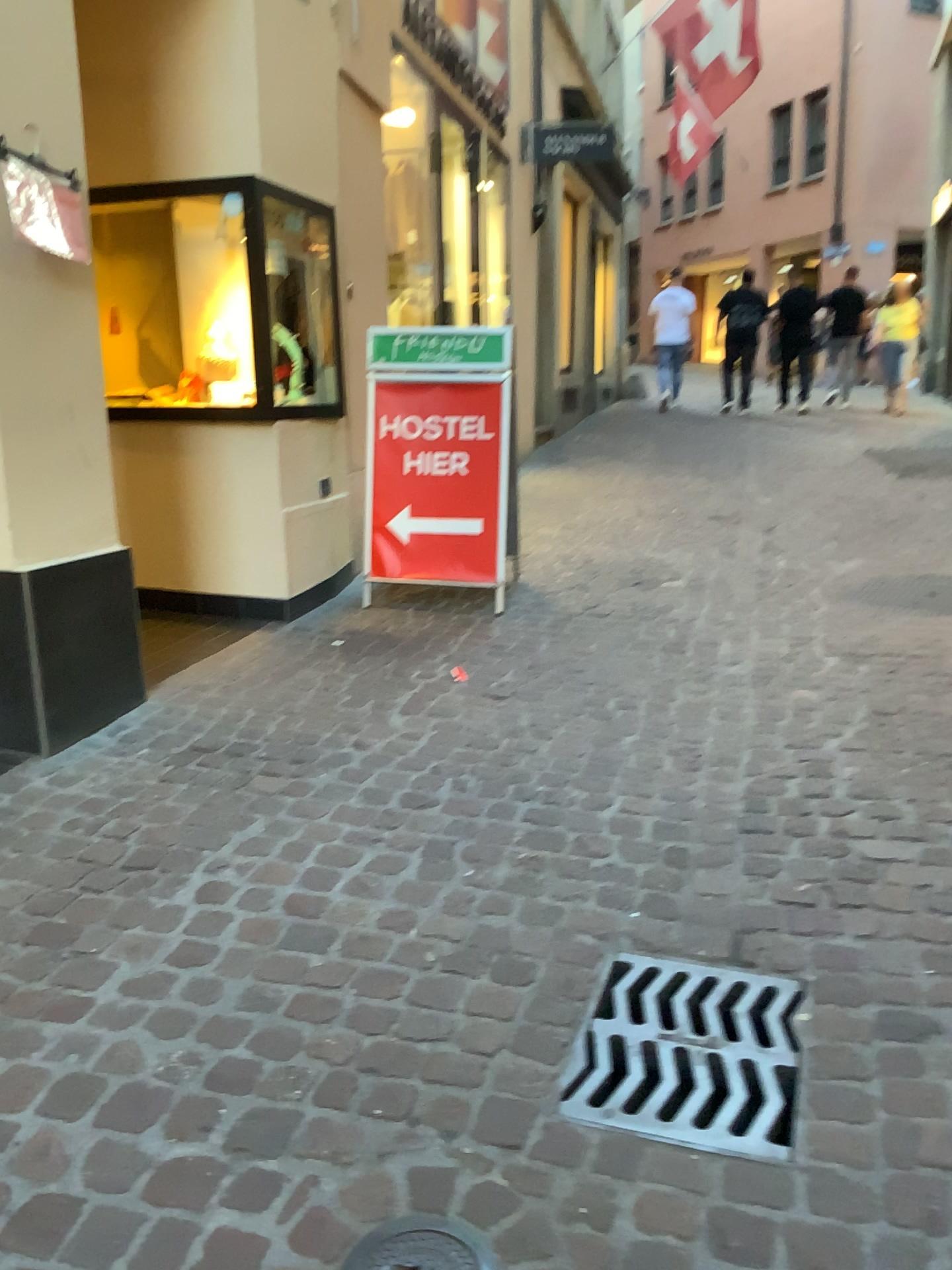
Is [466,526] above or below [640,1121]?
above

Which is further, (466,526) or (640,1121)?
(466,526)

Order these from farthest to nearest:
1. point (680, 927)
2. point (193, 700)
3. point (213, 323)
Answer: point (213, 323)
point (193, 700)
point (680, 927)

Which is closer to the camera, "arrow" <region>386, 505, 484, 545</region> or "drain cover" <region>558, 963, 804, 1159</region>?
"drain cover" <region>558, 963, 804, 1159</region>

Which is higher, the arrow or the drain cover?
the arrow
